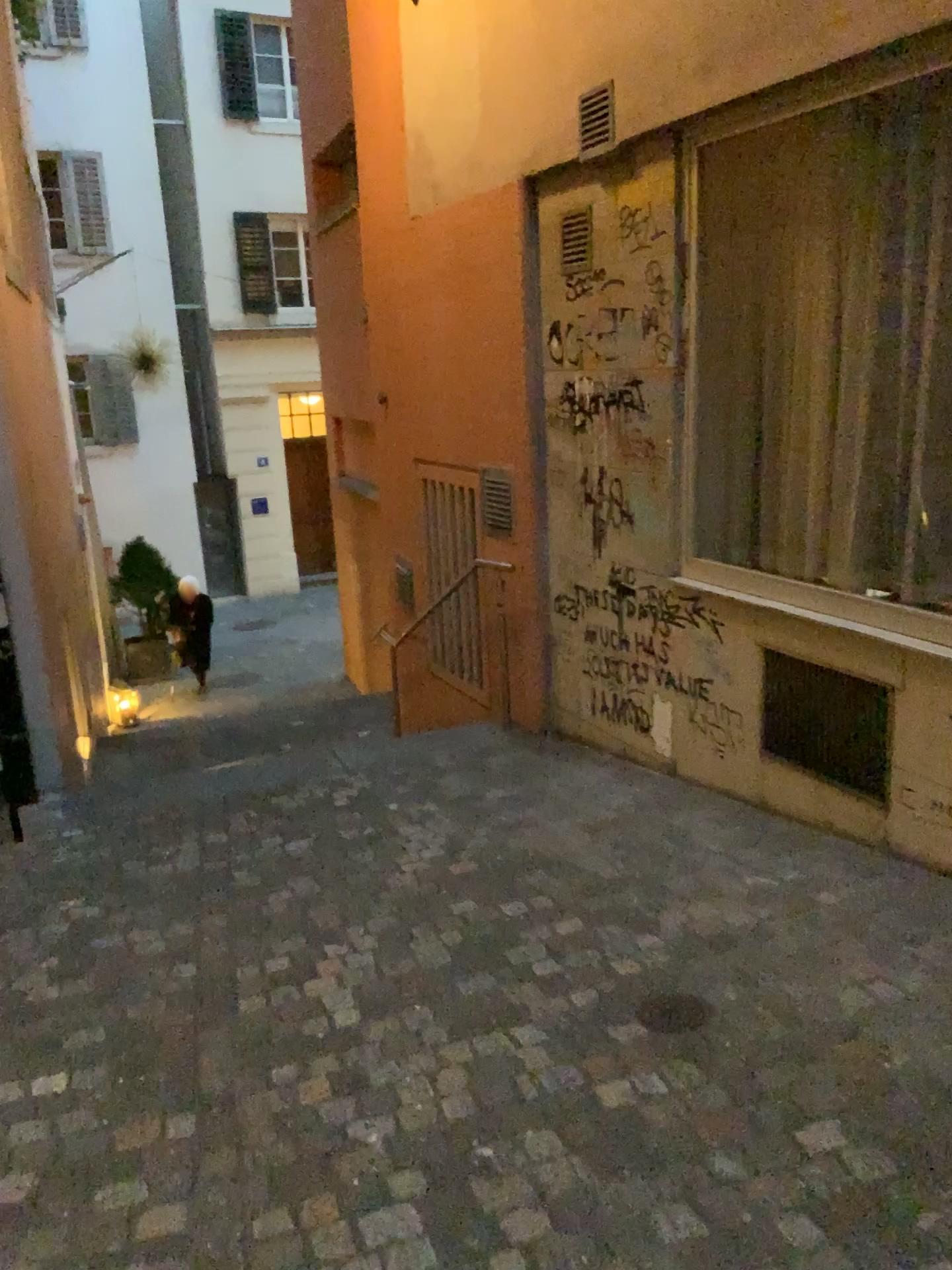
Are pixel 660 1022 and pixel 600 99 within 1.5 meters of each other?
no

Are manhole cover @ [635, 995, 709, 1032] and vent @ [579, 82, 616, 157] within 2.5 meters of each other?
no

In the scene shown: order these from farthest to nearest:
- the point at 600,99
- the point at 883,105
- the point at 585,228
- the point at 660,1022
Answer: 1. the point at 585,228
2. the point at 600,99
3. the point at 883,105
4. the point at 660,1022

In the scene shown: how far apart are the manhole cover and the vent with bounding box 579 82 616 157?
3.15m

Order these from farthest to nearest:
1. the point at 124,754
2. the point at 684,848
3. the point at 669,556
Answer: the point at 124,754, the point at 669,556, the point at 684,848

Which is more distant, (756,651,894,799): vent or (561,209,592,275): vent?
(561,209,592,275): vent

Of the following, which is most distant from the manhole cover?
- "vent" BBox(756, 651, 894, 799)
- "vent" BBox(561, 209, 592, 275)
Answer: "vent" BBox(561, 209, 592, 275)

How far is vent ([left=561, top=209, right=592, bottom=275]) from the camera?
4.4m

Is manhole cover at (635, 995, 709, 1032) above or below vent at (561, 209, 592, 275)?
below

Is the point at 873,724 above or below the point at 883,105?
below
